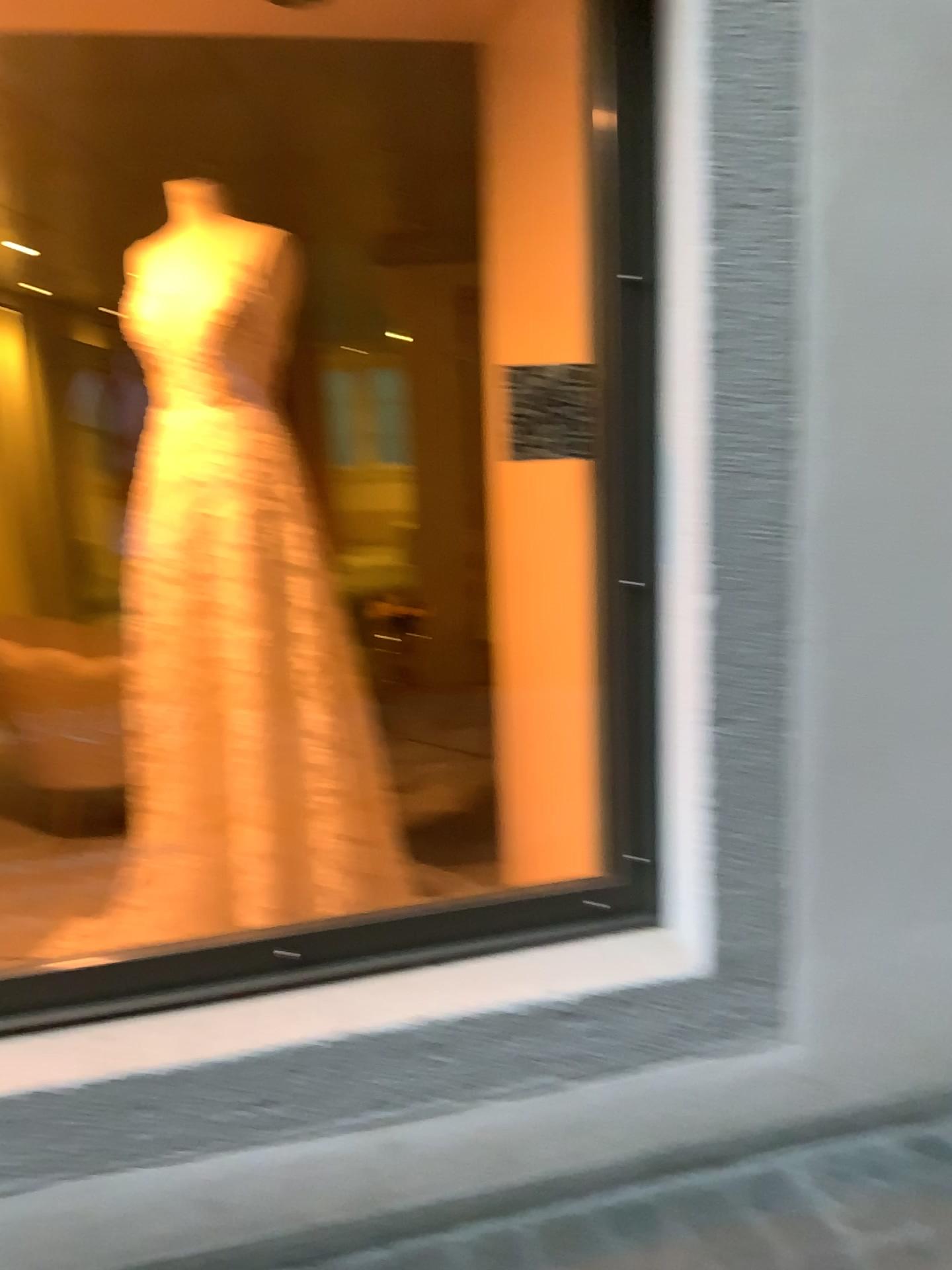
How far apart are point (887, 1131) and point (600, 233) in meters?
1.6 m
